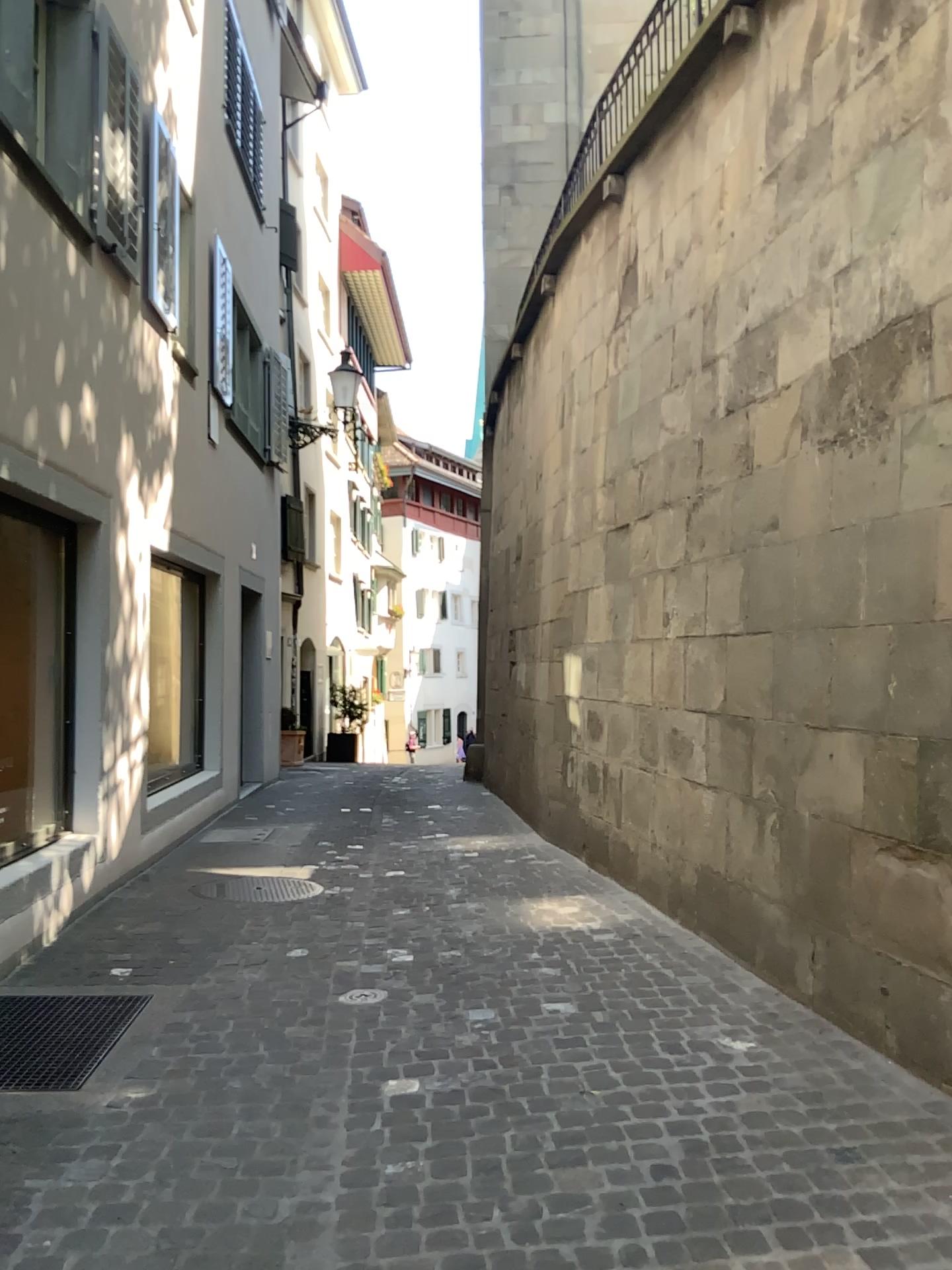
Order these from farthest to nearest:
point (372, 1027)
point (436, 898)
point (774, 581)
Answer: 1. point (436, 898)
2. point (774, 581)
3. point (372, 1027)
